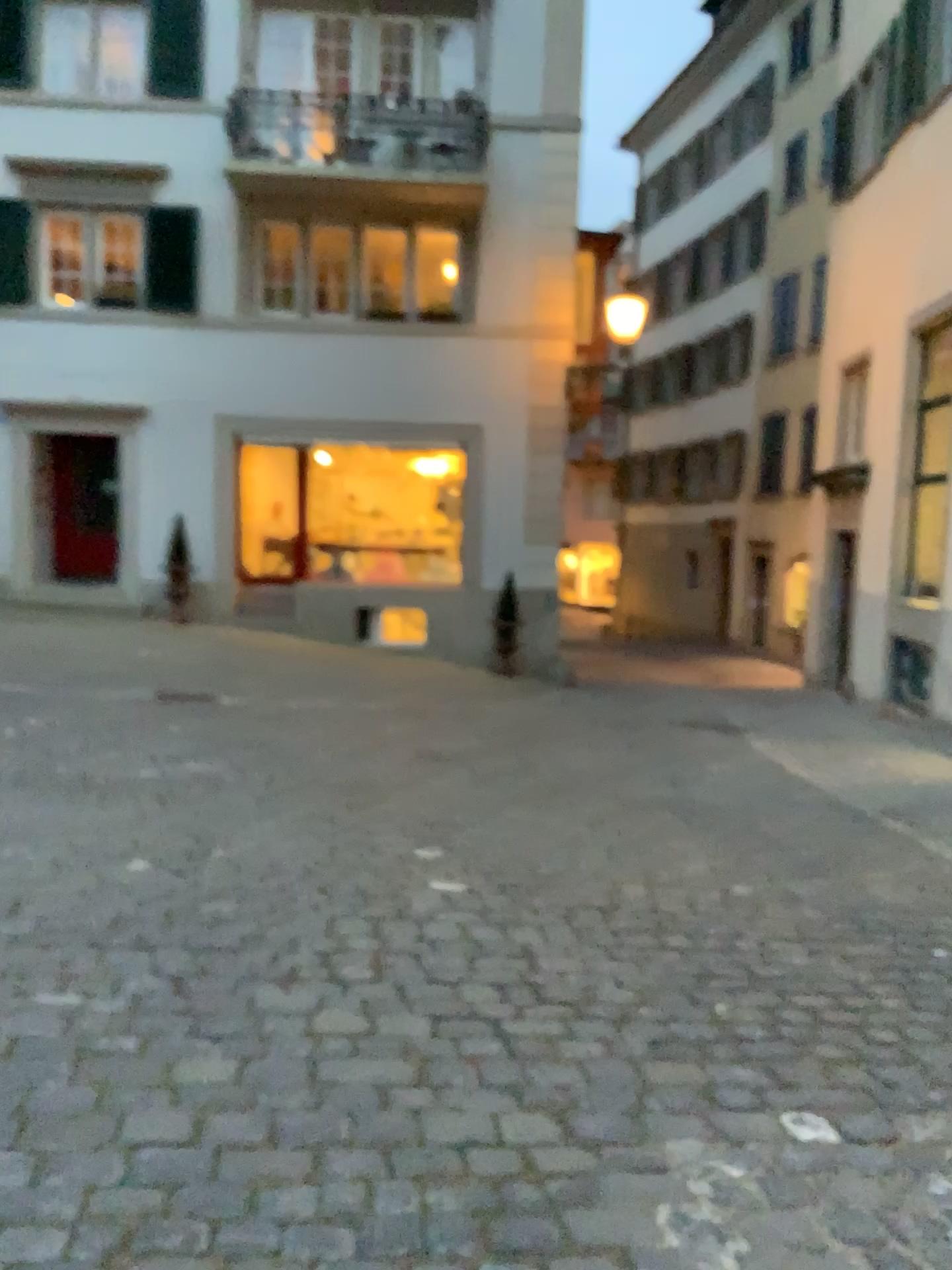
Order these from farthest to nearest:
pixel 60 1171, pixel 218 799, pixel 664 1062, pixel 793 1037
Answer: pixel 218 799 < pixel 793 1037 < pixel 664 1062 < pixel 60 1171
